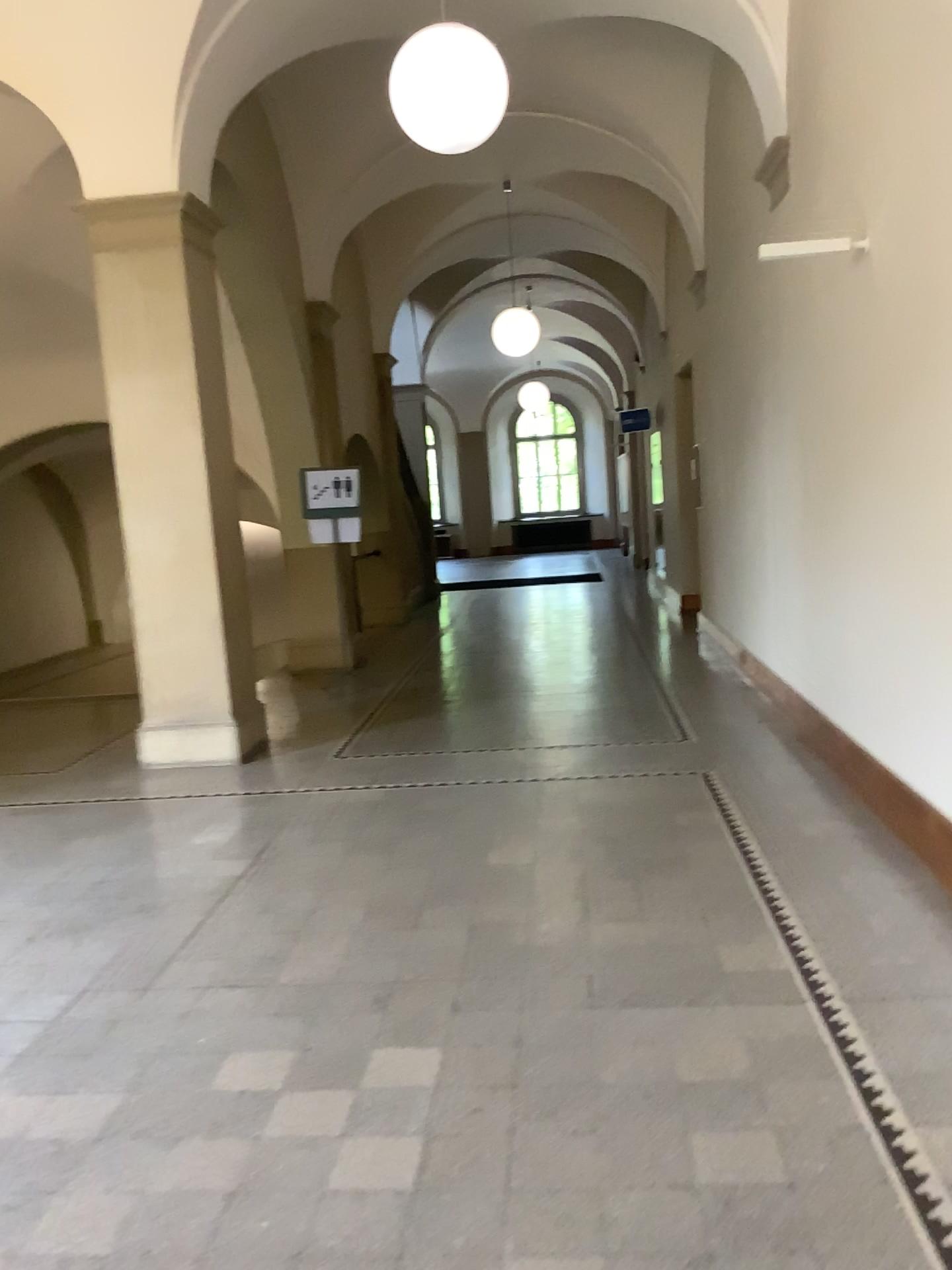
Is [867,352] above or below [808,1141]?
above

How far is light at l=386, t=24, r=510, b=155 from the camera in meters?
4.2 m

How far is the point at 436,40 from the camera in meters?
4.2

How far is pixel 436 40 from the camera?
4.16m

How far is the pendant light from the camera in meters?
4.2 m
